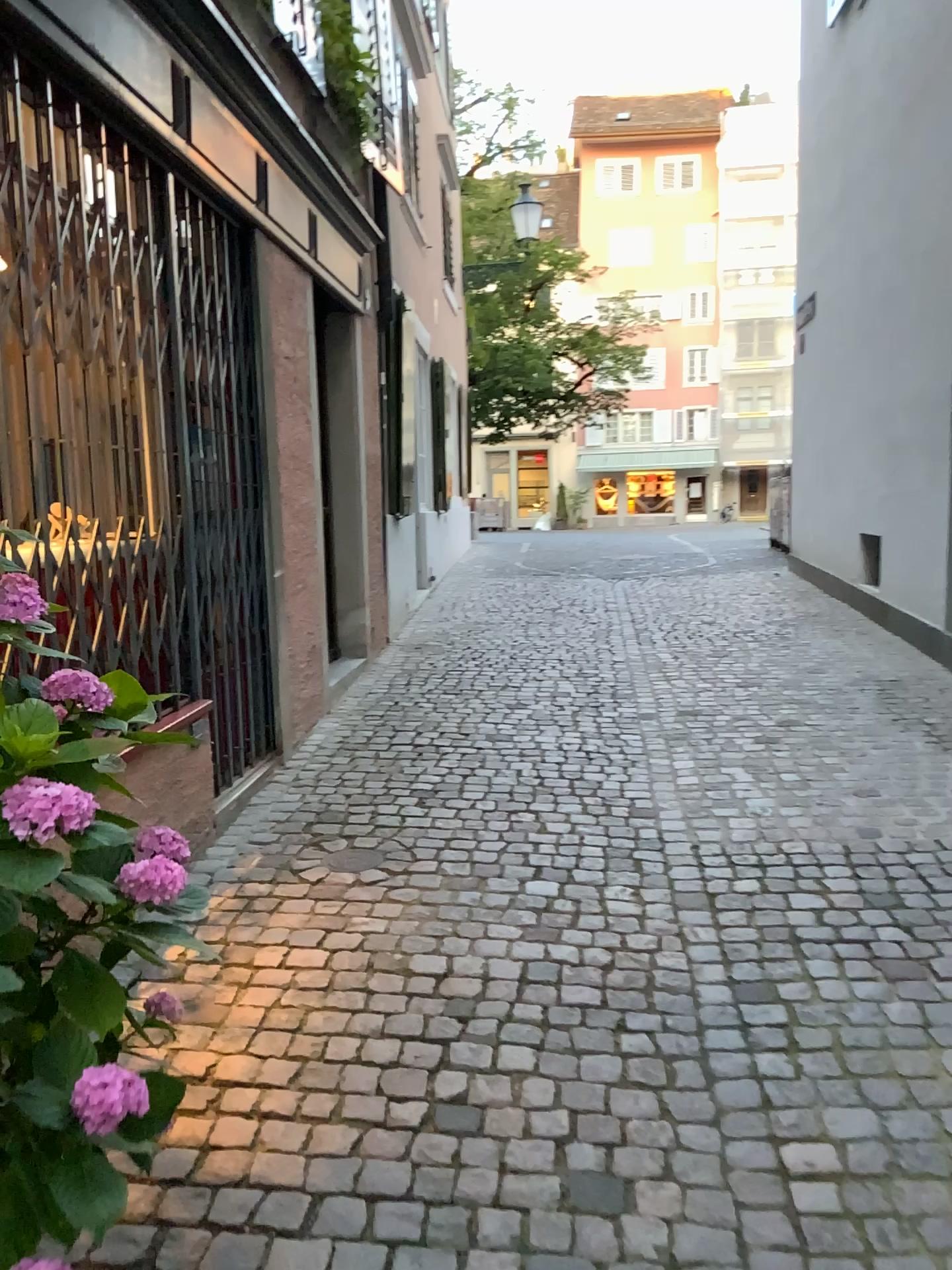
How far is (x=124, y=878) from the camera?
1.46m

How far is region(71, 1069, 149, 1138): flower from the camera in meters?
1.1 m

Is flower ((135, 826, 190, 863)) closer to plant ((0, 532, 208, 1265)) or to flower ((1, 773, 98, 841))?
plant ((0, 532, 208, 1265))

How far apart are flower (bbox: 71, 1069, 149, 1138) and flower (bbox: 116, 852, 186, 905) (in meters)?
0.30

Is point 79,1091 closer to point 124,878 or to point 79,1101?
point 79,1101

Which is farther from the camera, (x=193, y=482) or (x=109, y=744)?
(x=193, y=482)

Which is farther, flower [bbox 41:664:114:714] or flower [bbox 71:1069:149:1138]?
flower [bbox 41:664:114:714]

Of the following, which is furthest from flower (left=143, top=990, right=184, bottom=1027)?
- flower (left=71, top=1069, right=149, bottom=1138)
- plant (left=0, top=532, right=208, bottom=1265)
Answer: flower (left=71, top=1069, right=149, bottom=1138)

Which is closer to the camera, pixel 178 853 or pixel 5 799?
pixel 5 799

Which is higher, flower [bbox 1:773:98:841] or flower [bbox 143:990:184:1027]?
flower [bbox 1:773:98:841]
